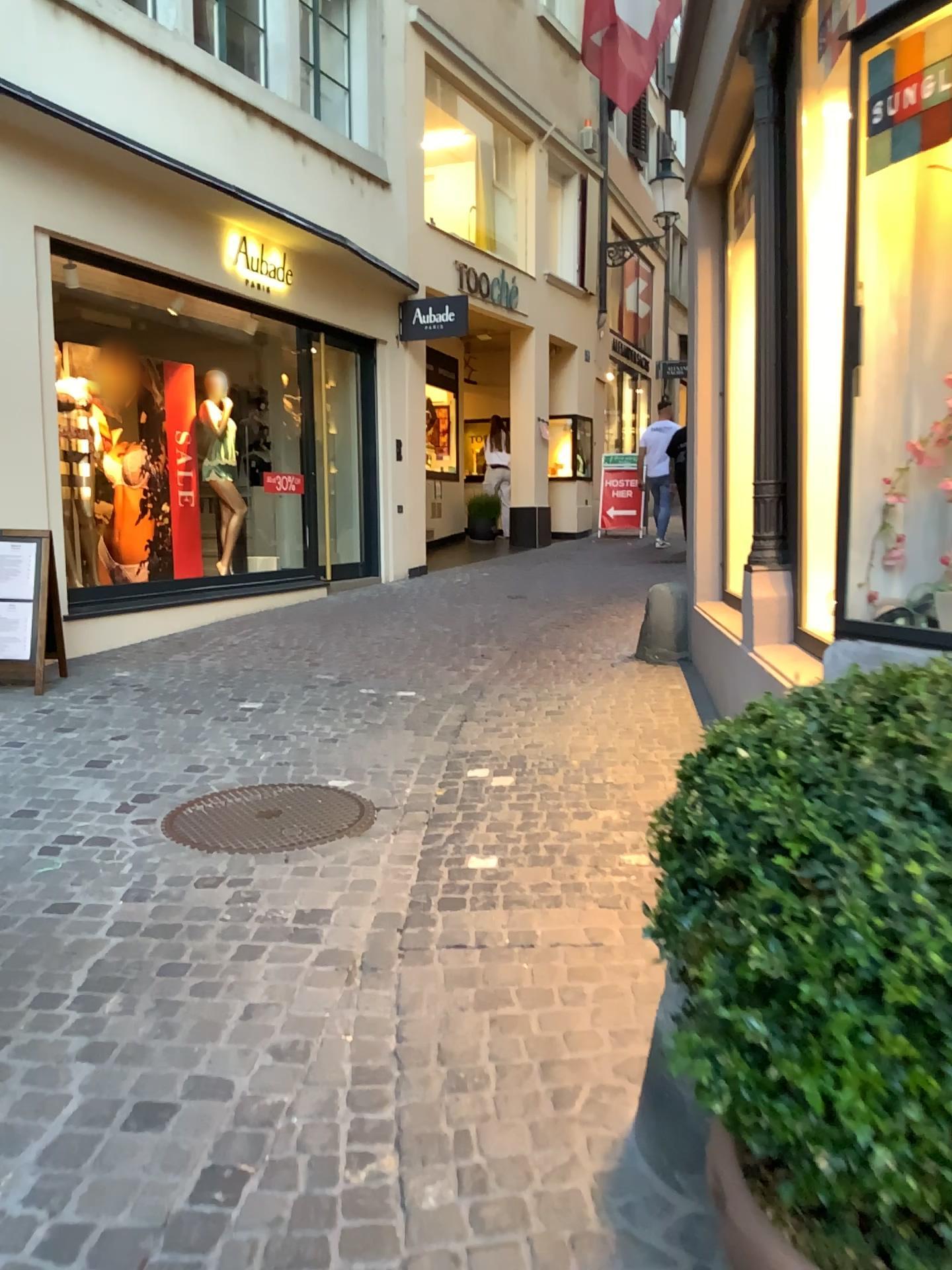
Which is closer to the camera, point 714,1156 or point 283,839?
point 714,1156

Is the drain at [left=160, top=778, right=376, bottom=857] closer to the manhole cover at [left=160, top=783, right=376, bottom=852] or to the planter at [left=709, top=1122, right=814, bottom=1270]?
the manhole cover at [left=160, top=783, right=376, bottom=852]

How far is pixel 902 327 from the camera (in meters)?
1.78

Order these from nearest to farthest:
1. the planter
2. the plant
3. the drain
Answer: the plant < the planter < the drain

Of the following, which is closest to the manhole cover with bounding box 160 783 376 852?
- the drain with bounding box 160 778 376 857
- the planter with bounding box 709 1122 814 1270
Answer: the drain with bounding box 160 778 376 857

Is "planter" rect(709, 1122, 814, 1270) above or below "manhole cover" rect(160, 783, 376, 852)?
above

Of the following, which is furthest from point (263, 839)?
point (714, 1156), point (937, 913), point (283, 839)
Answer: point (937, 913)

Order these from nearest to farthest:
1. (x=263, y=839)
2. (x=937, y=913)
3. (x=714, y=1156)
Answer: (x=937, y=913), (x=714, y=1156), (x=263, y=839)

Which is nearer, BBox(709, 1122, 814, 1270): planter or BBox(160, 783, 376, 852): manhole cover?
BBox(709, 1122, 814, 1270): planter

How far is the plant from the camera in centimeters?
79cm
